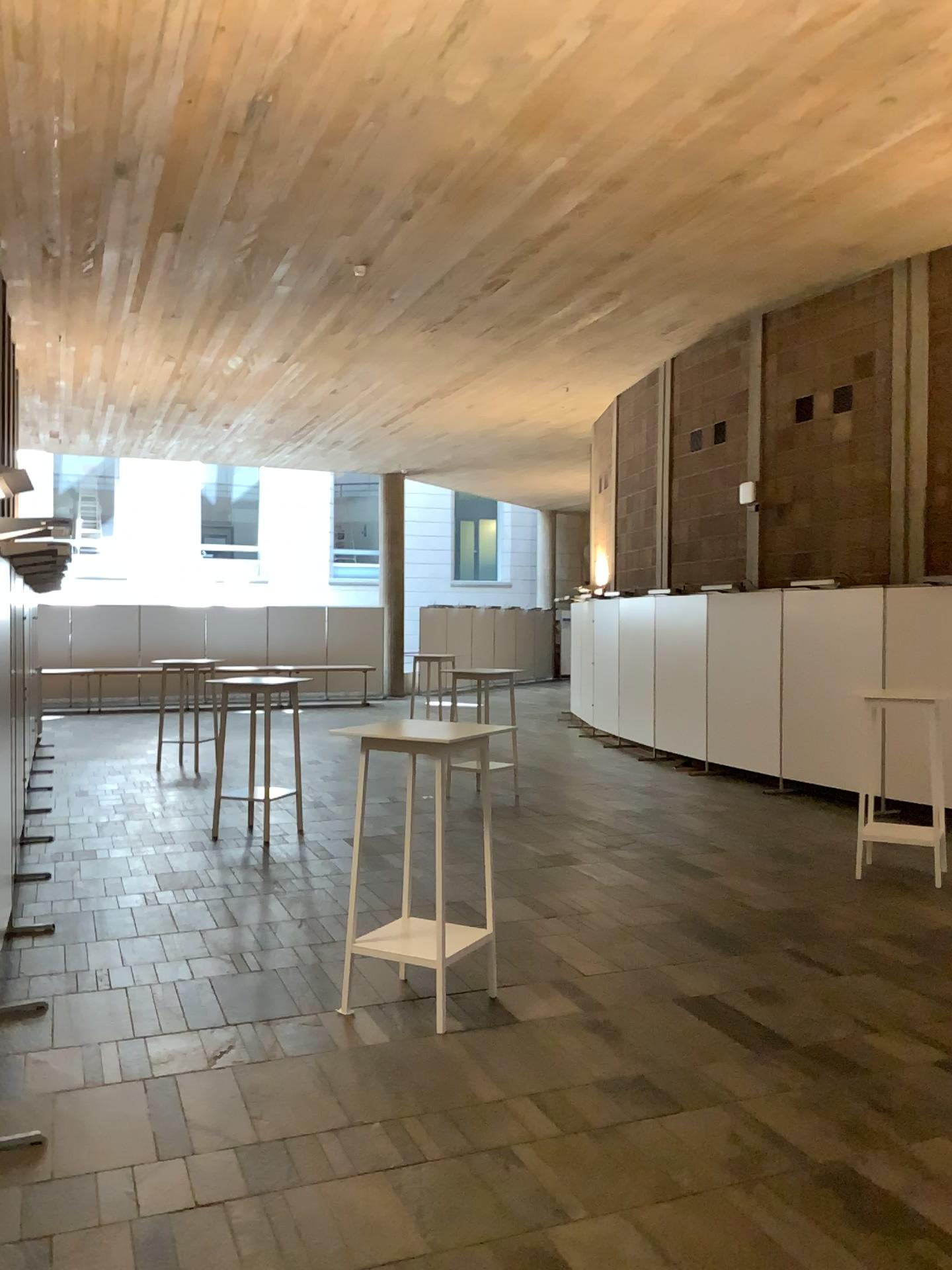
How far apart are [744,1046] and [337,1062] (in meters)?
1.53
